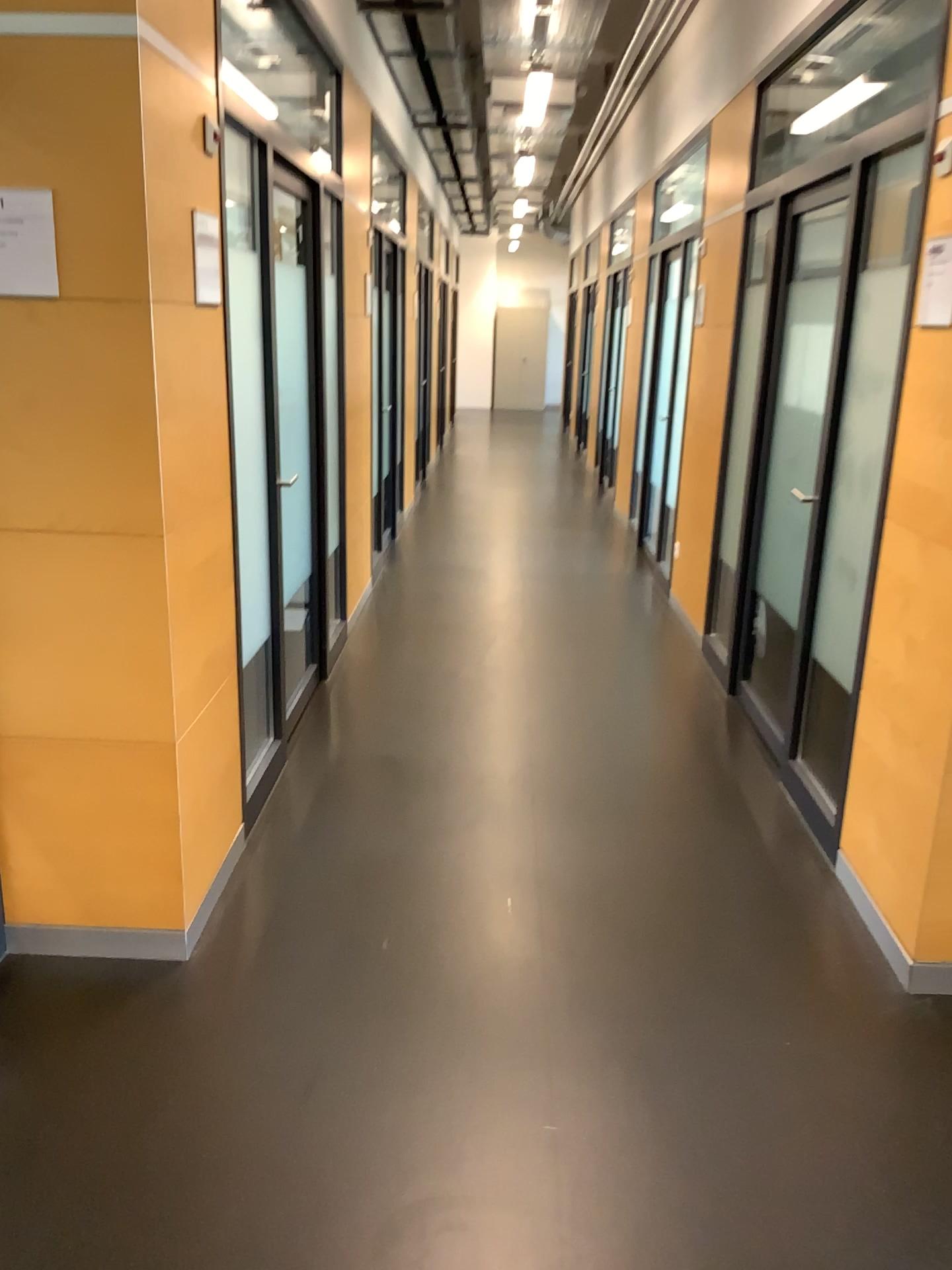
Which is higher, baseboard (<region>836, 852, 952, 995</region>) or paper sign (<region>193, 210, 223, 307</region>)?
paper sign (<region>193, 210, 223, 307</region>)

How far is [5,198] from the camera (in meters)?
2.19

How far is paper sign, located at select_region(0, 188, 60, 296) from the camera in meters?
2.2

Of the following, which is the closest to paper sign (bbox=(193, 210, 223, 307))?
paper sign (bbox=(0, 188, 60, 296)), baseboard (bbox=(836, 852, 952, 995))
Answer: paper sign (bbox=(0, 188, 60, 296))

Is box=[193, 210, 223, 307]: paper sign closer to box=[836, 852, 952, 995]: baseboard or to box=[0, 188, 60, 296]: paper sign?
box=[0, 188, 60, 296]: paper sign

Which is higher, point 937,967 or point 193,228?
point 193,228

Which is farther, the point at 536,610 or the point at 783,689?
the point at 536,610

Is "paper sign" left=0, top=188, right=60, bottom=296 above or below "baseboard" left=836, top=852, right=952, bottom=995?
above

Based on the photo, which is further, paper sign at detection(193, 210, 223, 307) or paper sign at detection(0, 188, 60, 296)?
paper sign at detection(193, 210, 223, 307)

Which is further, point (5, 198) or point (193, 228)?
point (193, 228)
